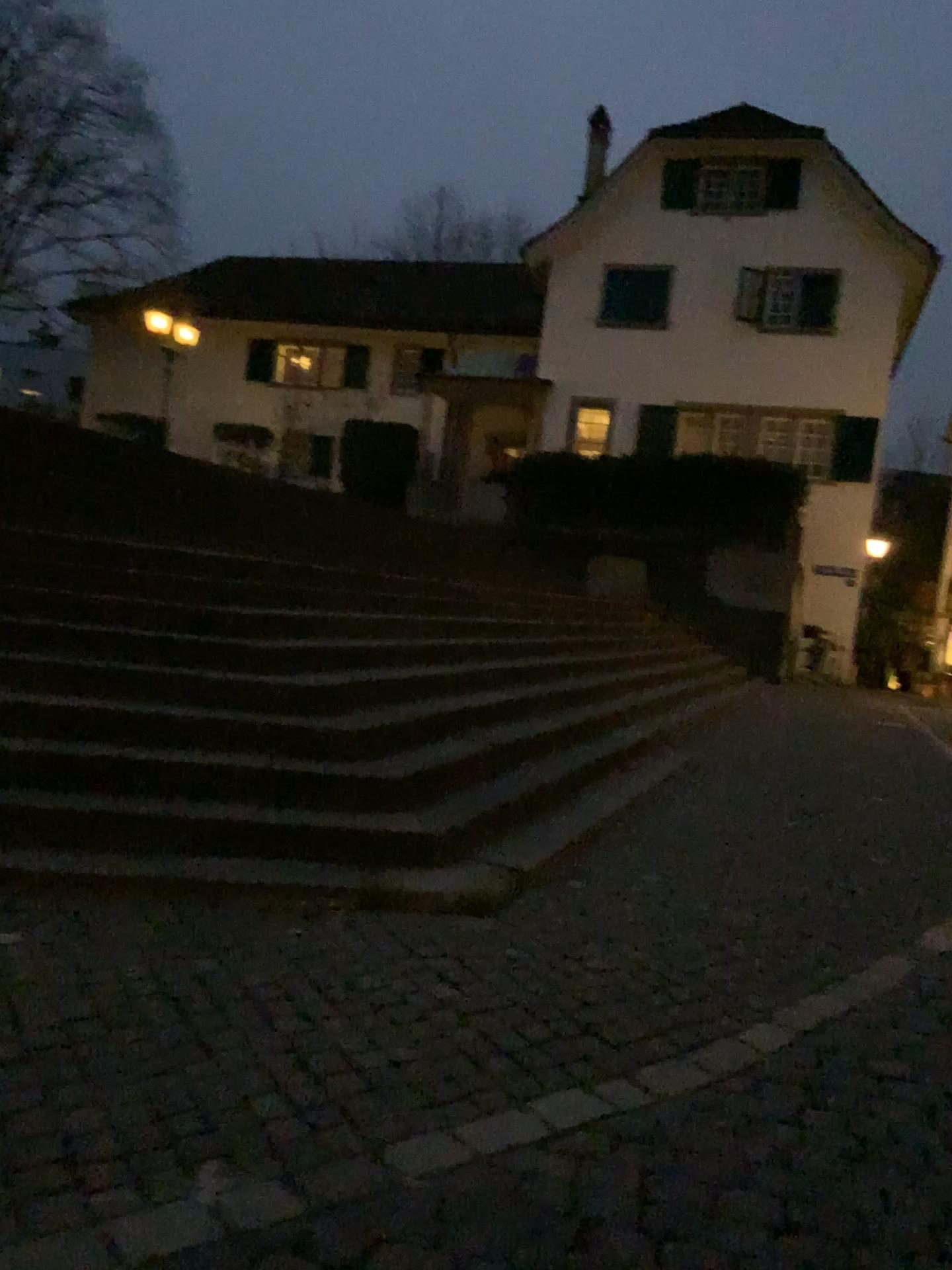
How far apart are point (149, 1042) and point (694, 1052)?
1.6 meters
